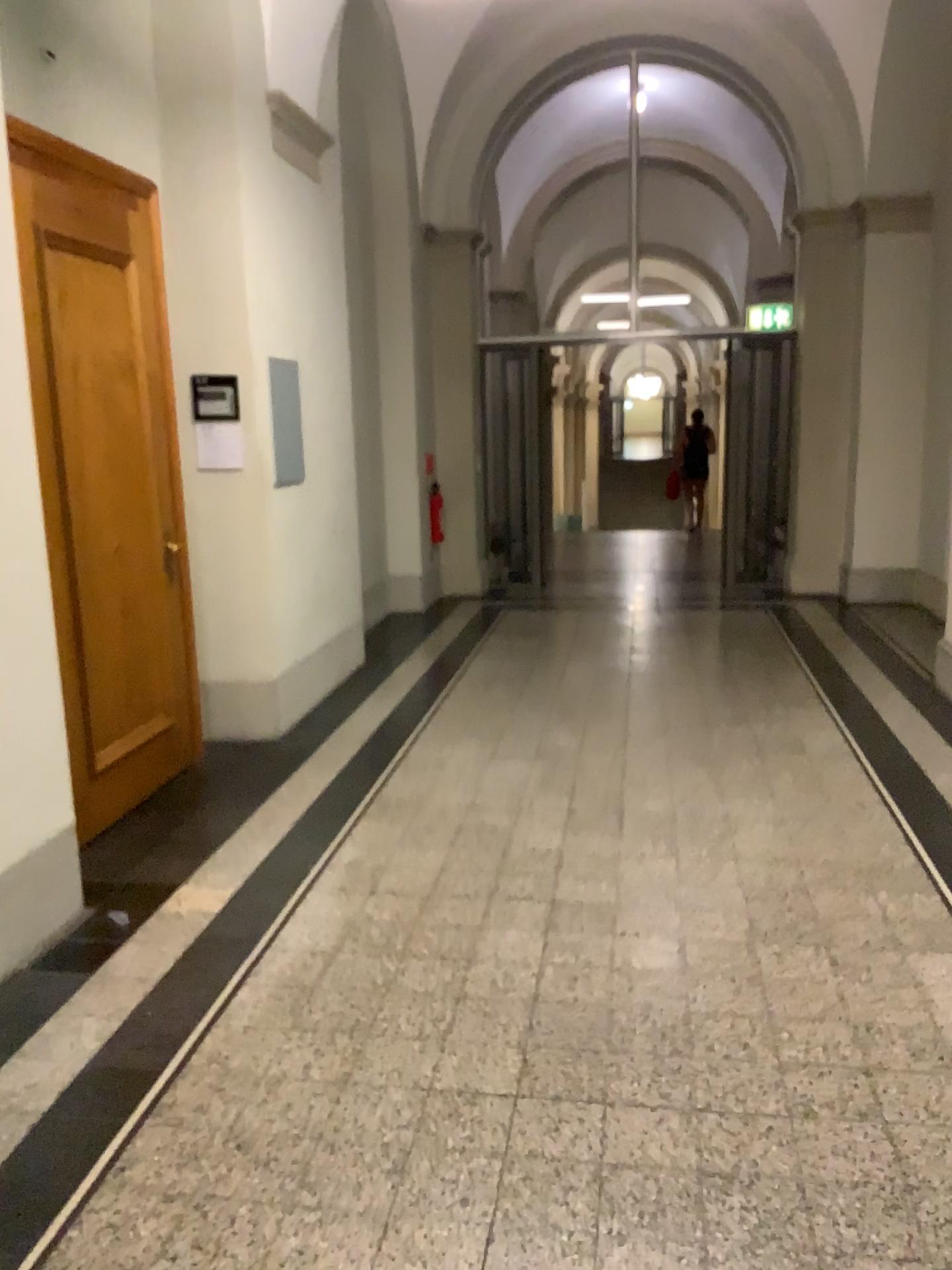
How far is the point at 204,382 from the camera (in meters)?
4.91

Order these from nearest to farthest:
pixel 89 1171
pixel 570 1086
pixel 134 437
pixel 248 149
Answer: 1. pixel 89 1171
2. pixel 570 1086
3. pixel 134 437
4. pixel 248 149

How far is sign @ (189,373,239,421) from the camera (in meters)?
4.91
